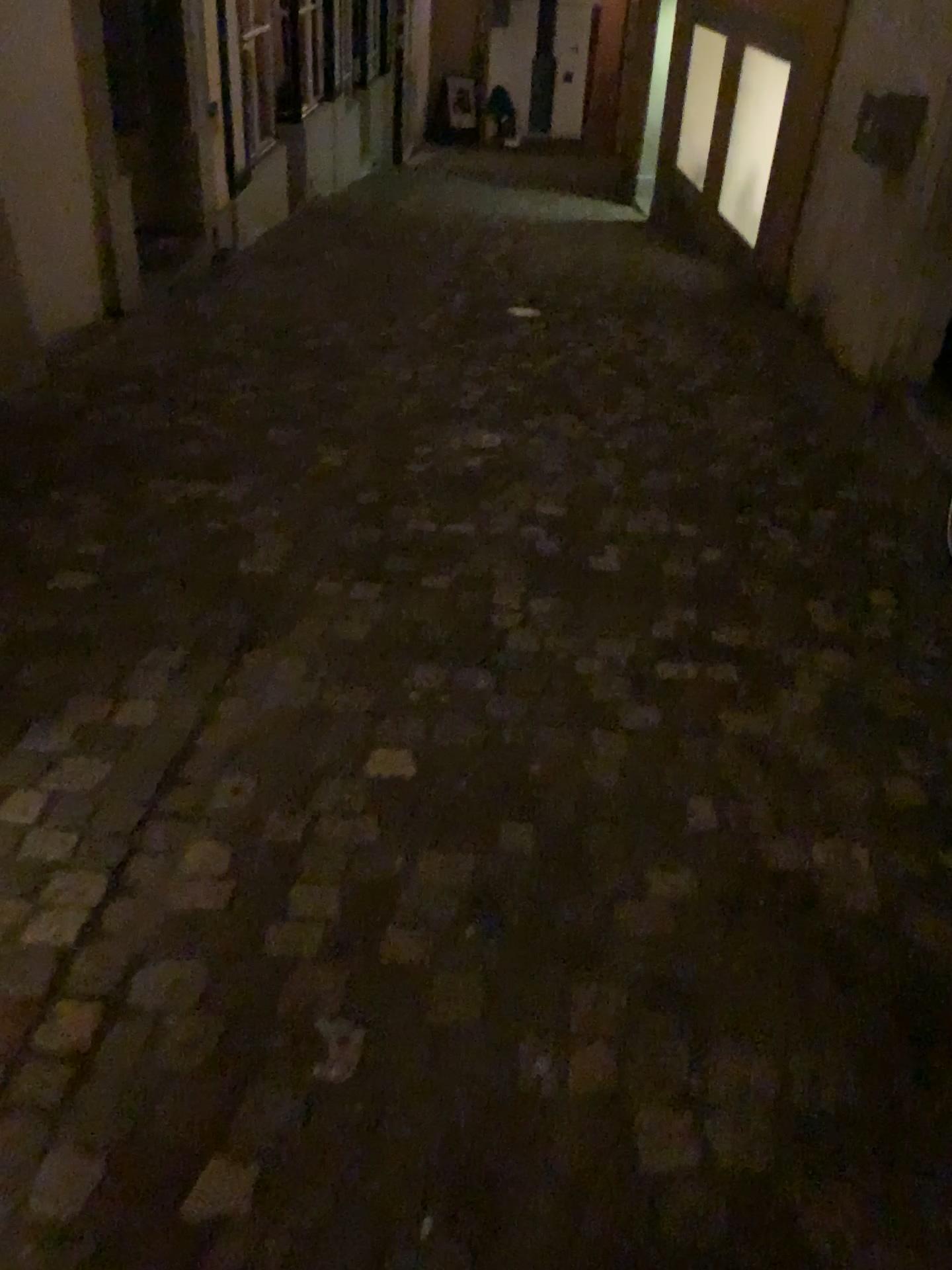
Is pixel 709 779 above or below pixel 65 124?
below
